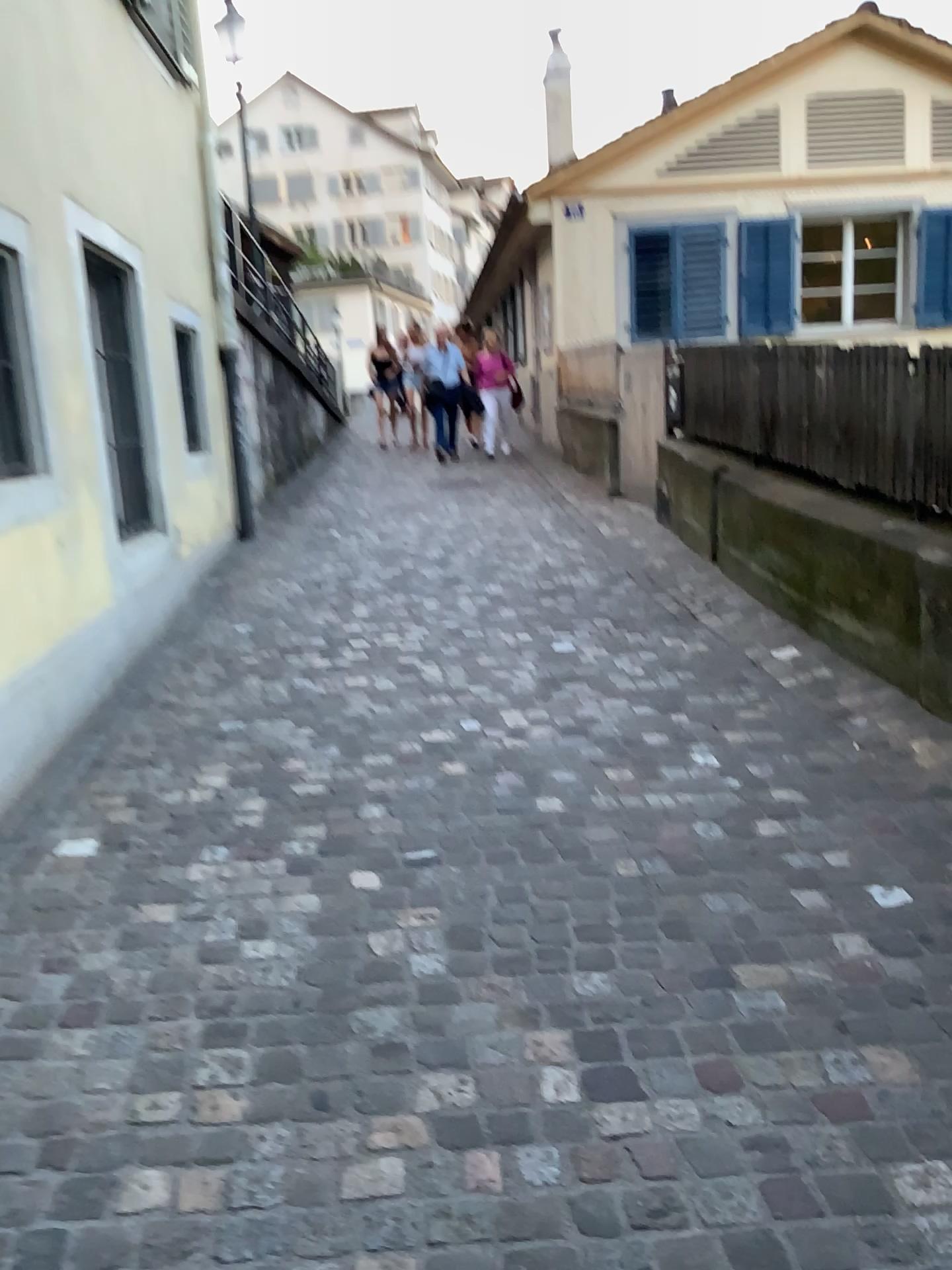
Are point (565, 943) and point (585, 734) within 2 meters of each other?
yes
